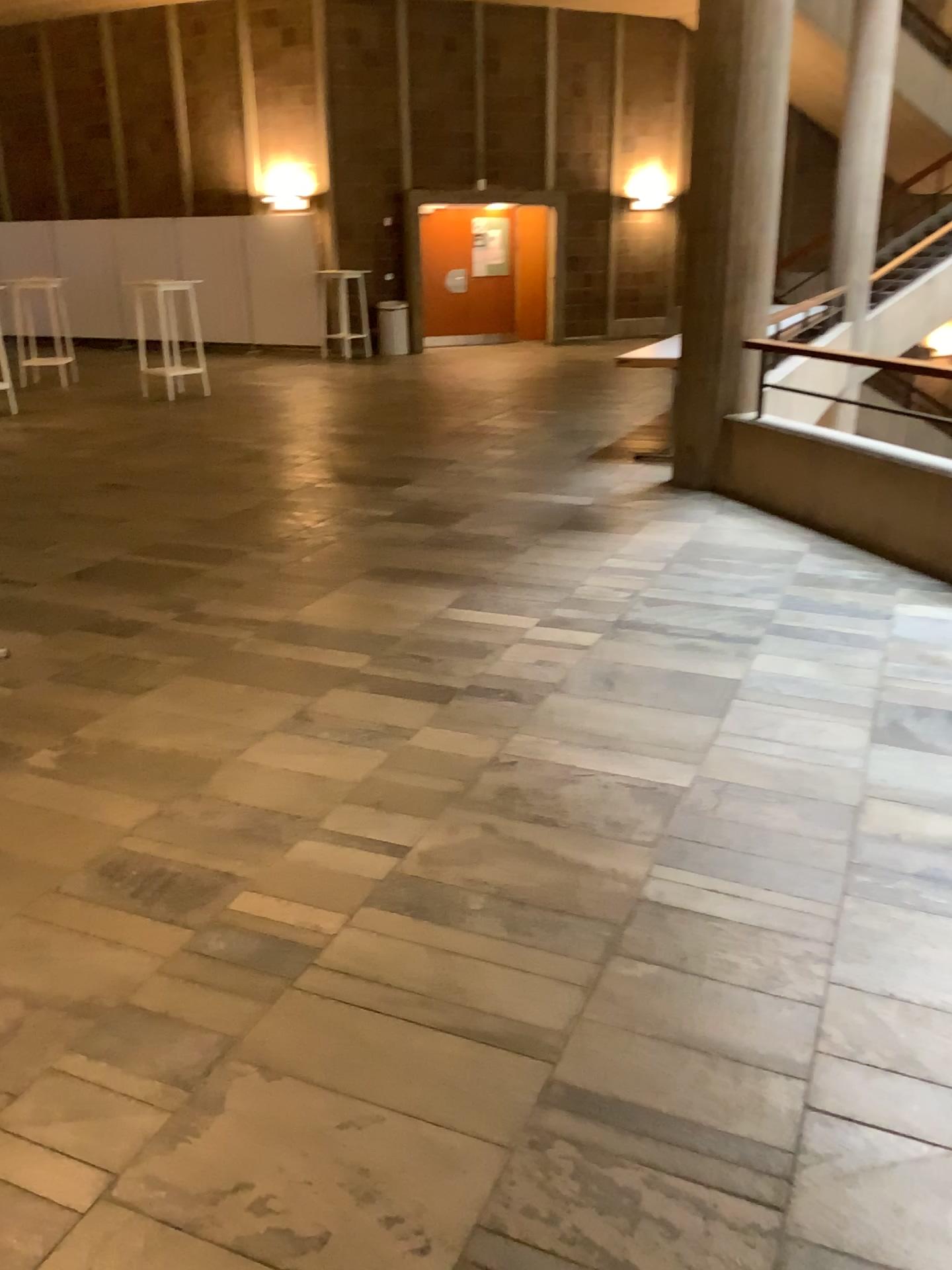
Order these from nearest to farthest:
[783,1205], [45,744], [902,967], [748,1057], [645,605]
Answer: [783,1205]
[748,1057]
[902,967]
[45,744]
[645,605]
